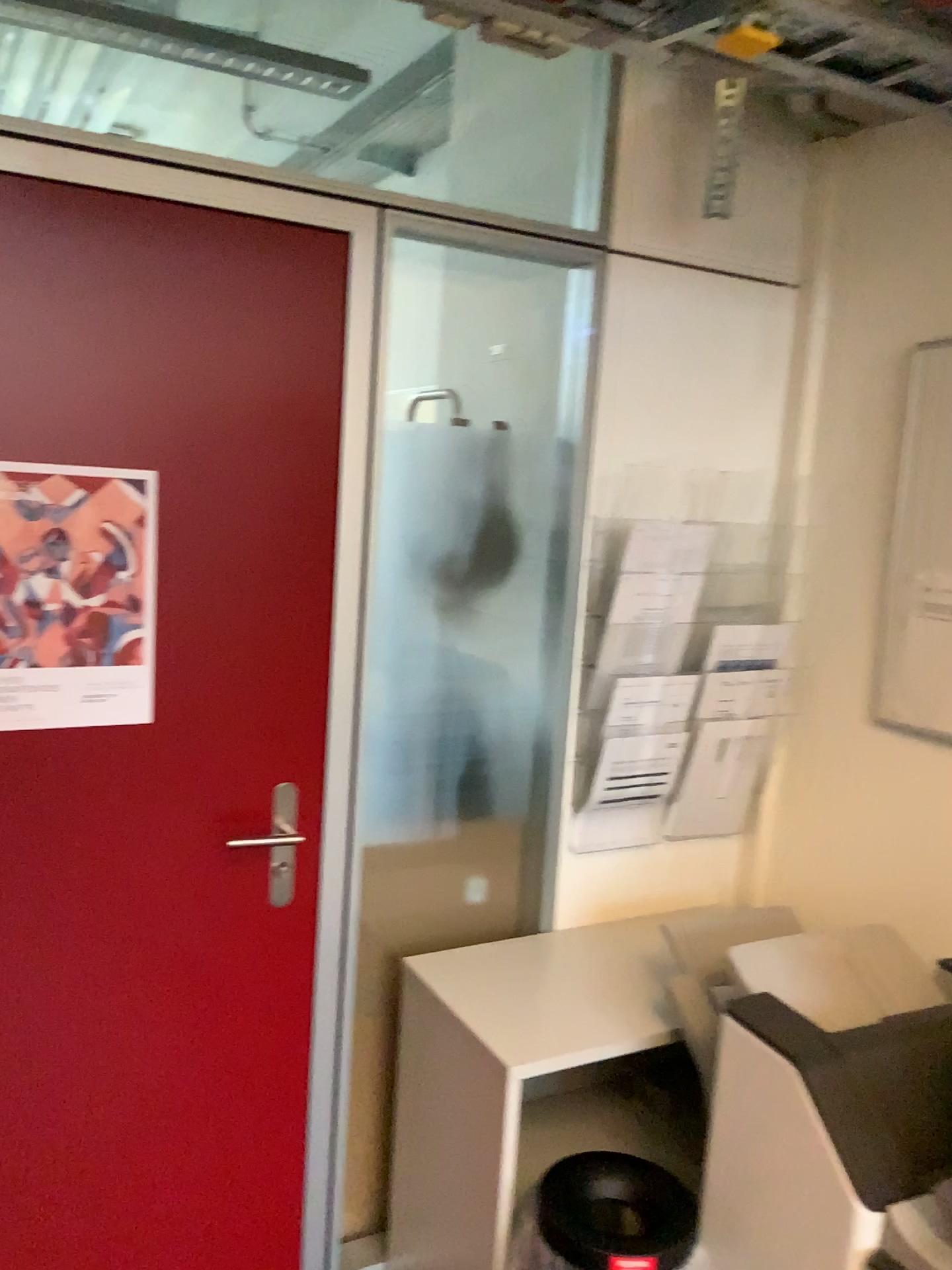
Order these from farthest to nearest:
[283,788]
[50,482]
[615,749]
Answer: [615,749] < [283,788] < [50,482]

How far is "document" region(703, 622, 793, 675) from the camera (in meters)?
2.31

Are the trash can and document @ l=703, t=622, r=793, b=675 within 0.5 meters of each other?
no

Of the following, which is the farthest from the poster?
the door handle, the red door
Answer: the door handle

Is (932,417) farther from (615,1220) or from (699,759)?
(615,1220)

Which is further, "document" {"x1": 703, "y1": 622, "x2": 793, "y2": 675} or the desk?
"document" {"x1": 703, "y1": 622, "x2": 793, "y2": 675}

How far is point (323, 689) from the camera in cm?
192

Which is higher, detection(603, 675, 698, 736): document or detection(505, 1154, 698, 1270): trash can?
detection(603, 675, 698, 736): document

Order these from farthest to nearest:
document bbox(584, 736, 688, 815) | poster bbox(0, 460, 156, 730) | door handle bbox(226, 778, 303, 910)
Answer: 1. document bbox(584, 736, 688, 815)
2. door handle bbox(226, 778, 303, 910)
3. poster bbox(0, 460, 156, 730)

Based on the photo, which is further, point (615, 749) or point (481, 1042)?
point (615, 749)
